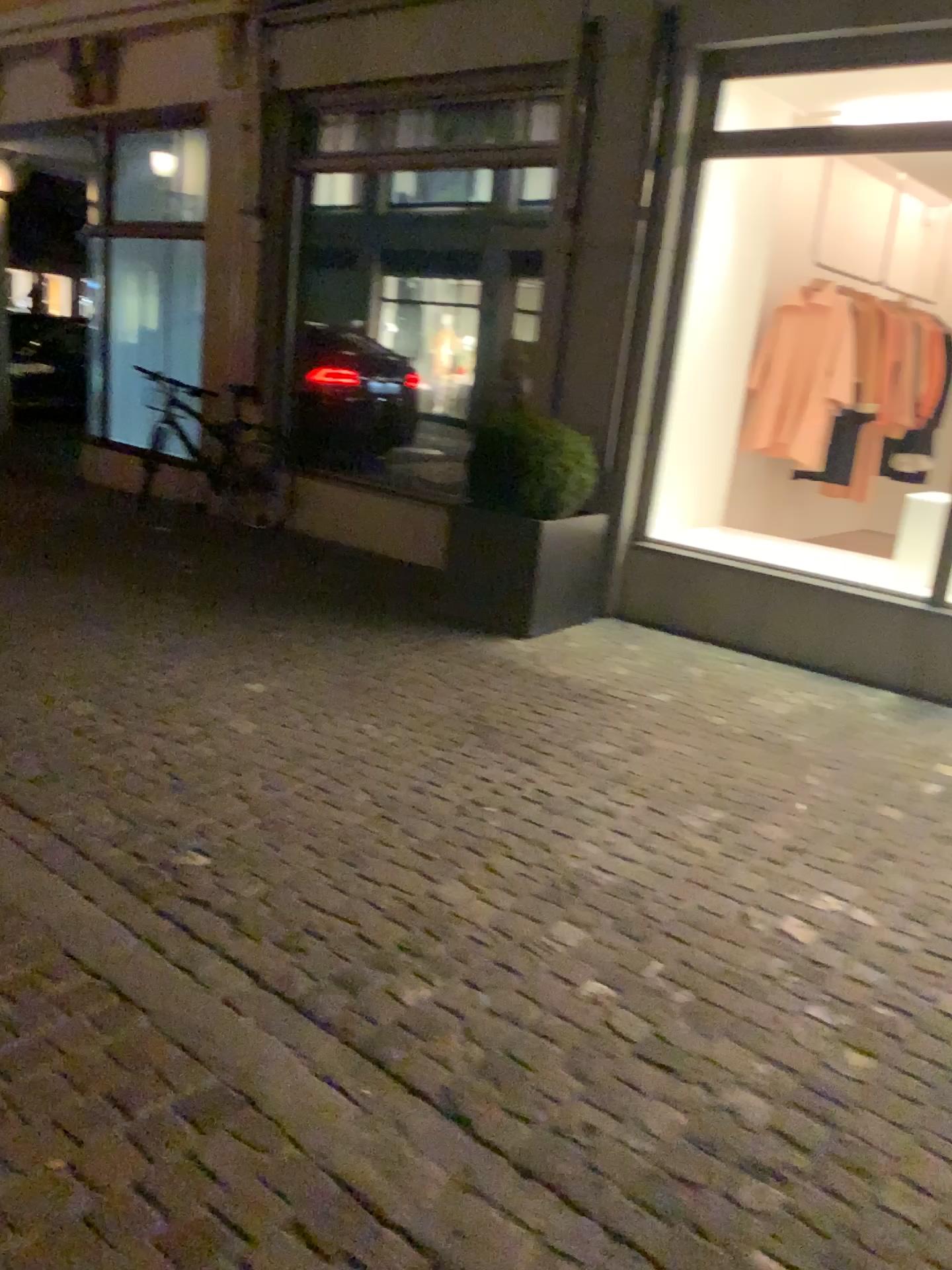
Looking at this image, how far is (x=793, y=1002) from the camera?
2.4 meters
